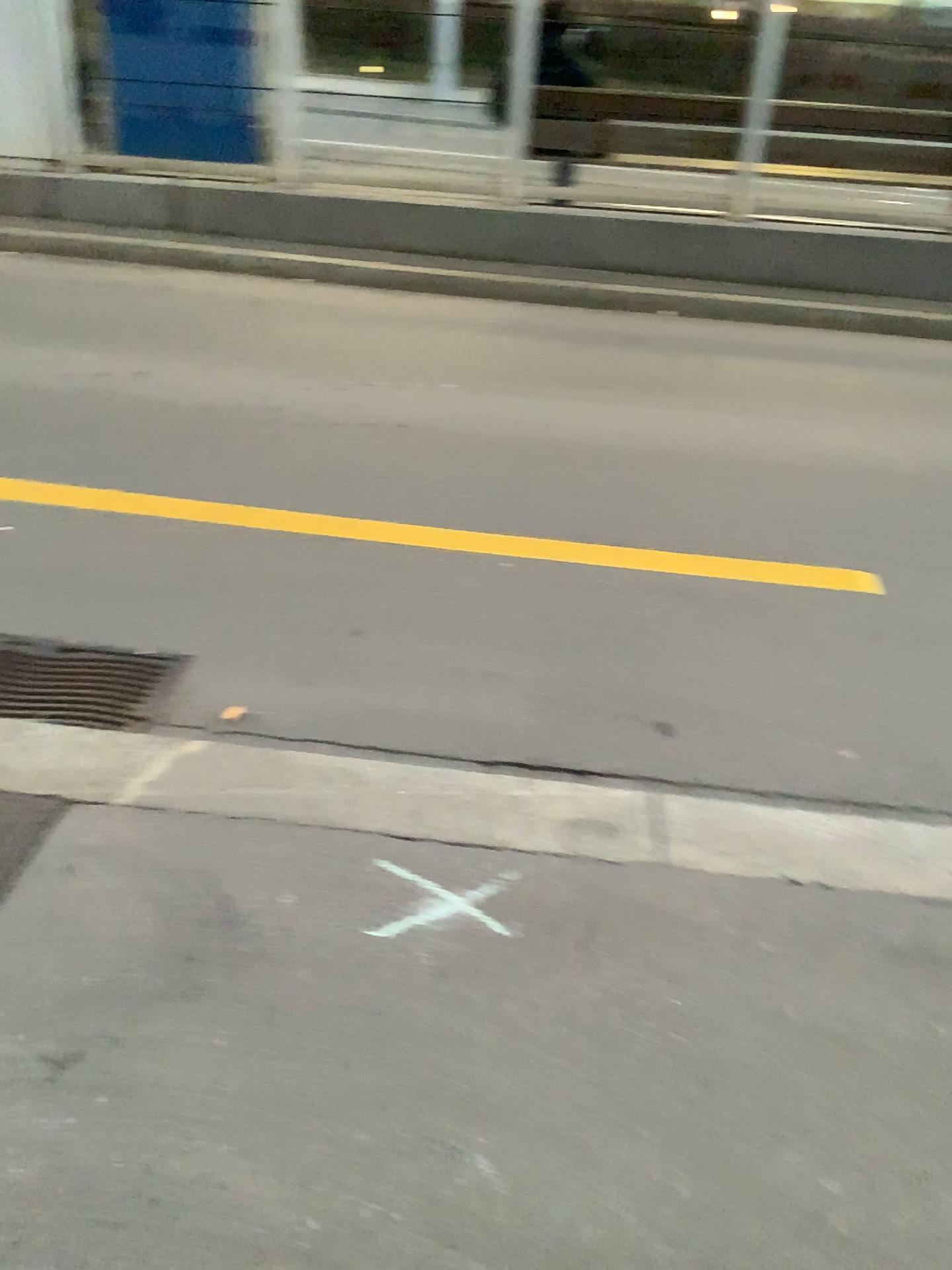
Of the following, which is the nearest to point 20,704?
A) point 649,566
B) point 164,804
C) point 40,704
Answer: point 40,704

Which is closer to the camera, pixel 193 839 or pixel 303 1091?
pixel 303 1091

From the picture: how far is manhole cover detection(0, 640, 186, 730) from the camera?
2.5m

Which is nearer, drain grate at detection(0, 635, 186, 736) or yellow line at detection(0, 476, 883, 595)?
drain grate at detection(0, 635, 186, 736)

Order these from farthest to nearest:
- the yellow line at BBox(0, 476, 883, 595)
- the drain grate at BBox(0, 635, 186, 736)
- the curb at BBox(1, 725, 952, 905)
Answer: the yellow line at BBox(0, 476, 883, 595)
the drain grate at BBox(0, 635, 186, 736)
the curb at BBox(1, 725, 952, 905)

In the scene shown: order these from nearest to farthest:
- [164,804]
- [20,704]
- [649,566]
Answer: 1. [164,804]
2. [20,704]
3. [649,566]

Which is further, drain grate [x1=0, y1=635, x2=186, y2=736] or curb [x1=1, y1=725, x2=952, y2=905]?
drain grate [x1=0, y1=635, x2=186, y2=736]

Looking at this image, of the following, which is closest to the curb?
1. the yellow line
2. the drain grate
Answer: the drain grate

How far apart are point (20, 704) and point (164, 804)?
0.6m

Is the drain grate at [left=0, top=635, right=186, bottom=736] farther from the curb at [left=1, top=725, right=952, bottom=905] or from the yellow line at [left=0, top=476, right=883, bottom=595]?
the yellow line at [left=0, top=476, right=883, bottom=595]
